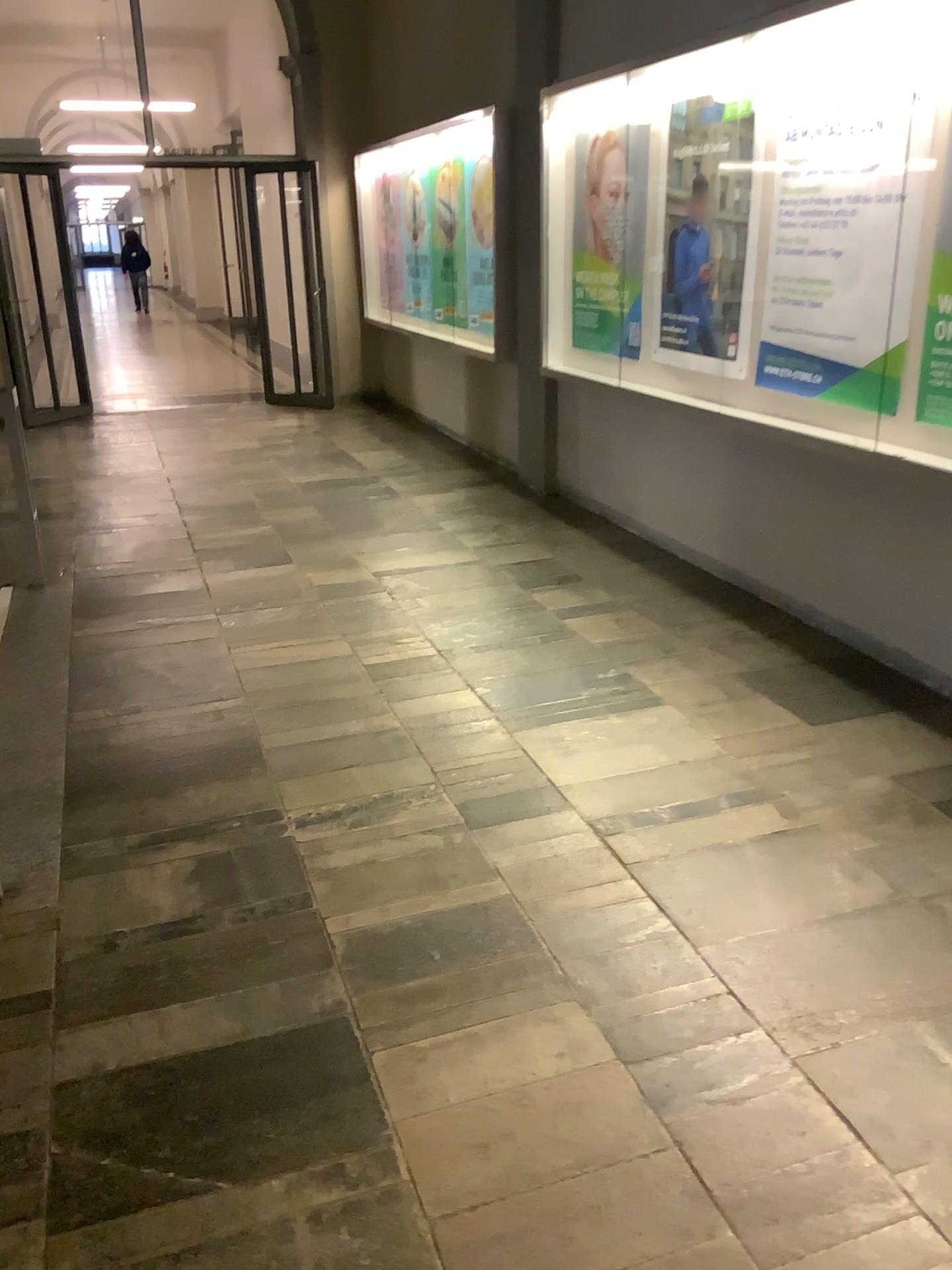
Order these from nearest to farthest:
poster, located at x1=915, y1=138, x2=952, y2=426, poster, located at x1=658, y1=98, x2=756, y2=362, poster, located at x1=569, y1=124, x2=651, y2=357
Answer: poster, located at x1=915, y1=138, x2=952, y2=426 → poster, located at x1=658, y1=98, x2=756, y2=362 → poster, located at x1=569, y1=124, x2=651, y2=357

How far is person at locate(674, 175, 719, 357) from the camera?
4.5m

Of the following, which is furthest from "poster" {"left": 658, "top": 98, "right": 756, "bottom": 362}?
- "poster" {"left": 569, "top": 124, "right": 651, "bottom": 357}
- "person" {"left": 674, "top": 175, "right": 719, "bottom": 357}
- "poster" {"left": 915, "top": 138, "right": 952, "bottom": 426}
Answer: "poster" {"left": 915, "top": 138, "right": 952, "bottom": 426}

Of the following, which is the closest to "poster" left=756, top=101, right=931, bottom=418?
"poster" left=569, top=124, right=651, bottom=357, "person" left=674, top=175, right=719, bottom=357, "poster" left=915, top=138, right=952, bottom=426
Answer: "poster" left=915, top=138, right=952, bottom=426

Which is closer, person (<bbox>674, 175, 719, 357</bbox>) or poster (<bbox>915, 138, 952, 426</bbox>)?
poster (<bbox>915, 138, 952, 426</bbox>)

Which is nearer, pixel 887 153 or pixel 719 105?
pixel 887 153

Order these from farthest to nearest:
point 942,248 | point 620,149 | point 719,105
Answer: point 620,149 < point 719,105 < point 942,248

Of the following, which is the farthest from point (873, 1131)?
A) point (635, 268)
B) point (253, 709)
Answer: point (635, 268)

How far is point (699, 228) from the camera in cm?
445

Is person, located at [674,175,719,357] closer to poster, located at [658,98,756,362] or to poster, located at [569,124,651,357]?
poster, located at [658,98,756,362]
